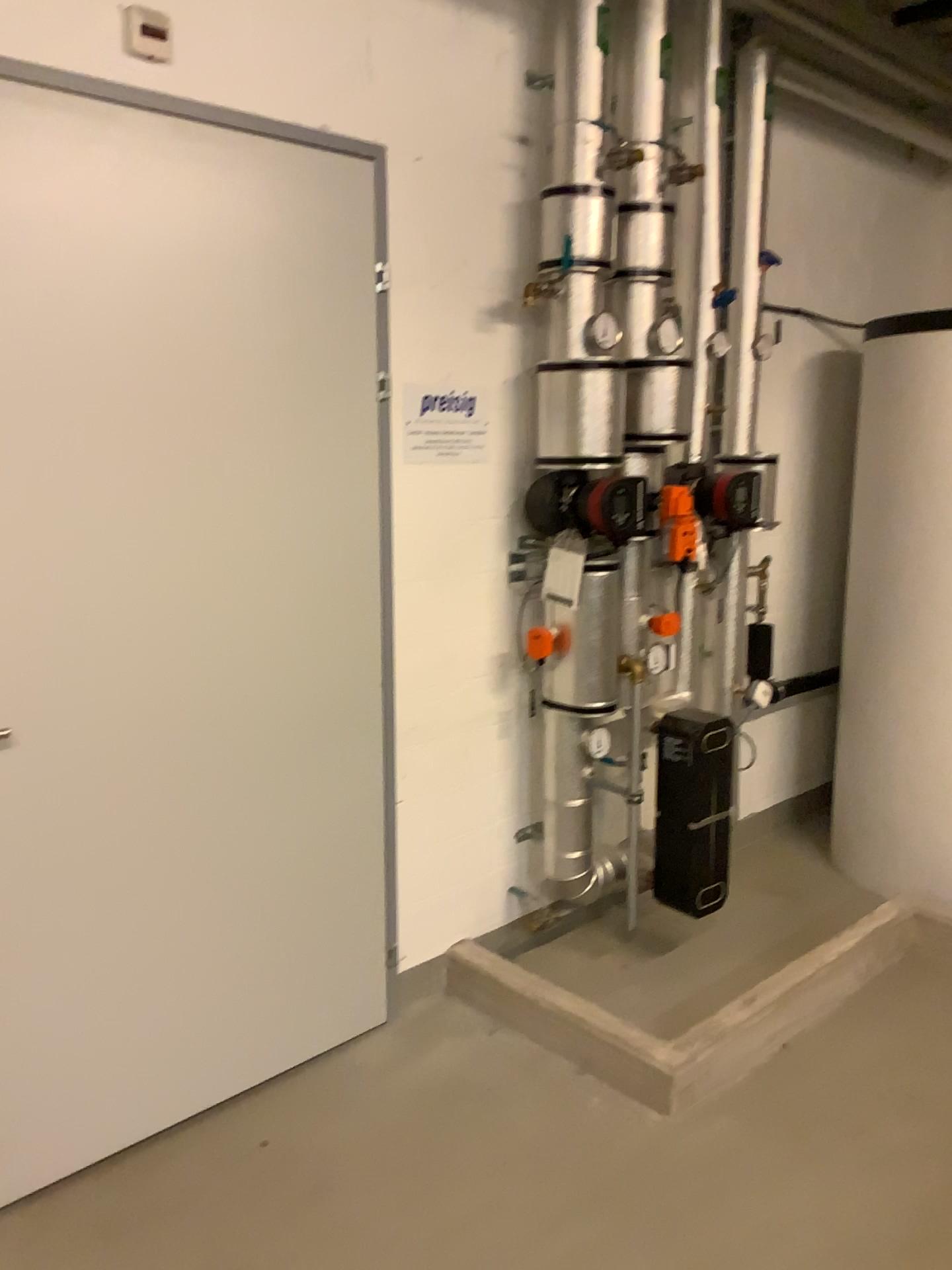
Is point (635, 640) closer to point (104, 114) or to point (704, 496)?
point (704, 496)

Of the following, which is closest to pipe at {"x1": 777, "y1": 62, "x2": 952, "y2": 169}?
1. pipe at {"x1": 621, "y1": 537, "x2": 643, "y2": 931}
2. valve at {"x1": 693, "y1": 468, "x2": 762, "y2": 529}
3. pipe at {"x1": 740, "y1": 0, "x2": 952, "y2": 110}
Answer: pipe at {"x1": 740, "y1": 0, "x2": 952, "y2": 110}

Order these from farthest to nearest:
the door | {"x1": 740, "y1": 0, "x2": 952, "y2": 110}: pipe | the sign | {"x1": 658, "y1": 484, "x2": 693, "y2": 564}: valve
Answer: {"x1": 740, "y1": 0, "x2": 952, "y2": 110}: pipe < {"x1": 658, "y1": 484, "x2": 693, "y2": 564}: valve < the sign < the door

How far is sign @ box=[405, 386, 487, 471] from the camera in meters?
2.7 m

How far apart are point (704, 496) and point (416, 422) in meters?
1.0

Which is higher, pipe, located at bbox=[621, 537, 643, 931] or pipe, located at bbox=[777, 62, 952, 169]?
pipe, located at bbox=[777, 62, 952, 169]

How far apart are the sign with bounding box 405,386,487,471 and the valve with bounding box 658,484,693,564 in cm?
58

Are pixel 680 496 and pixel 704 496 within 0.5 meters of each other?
yes

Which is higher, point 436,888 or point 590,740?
point 590,740

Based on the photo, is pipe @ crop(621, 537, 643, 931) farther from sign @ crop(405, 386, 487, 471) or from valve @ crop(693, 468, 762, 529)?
sign @ crop(405, 386, 487, 471)
